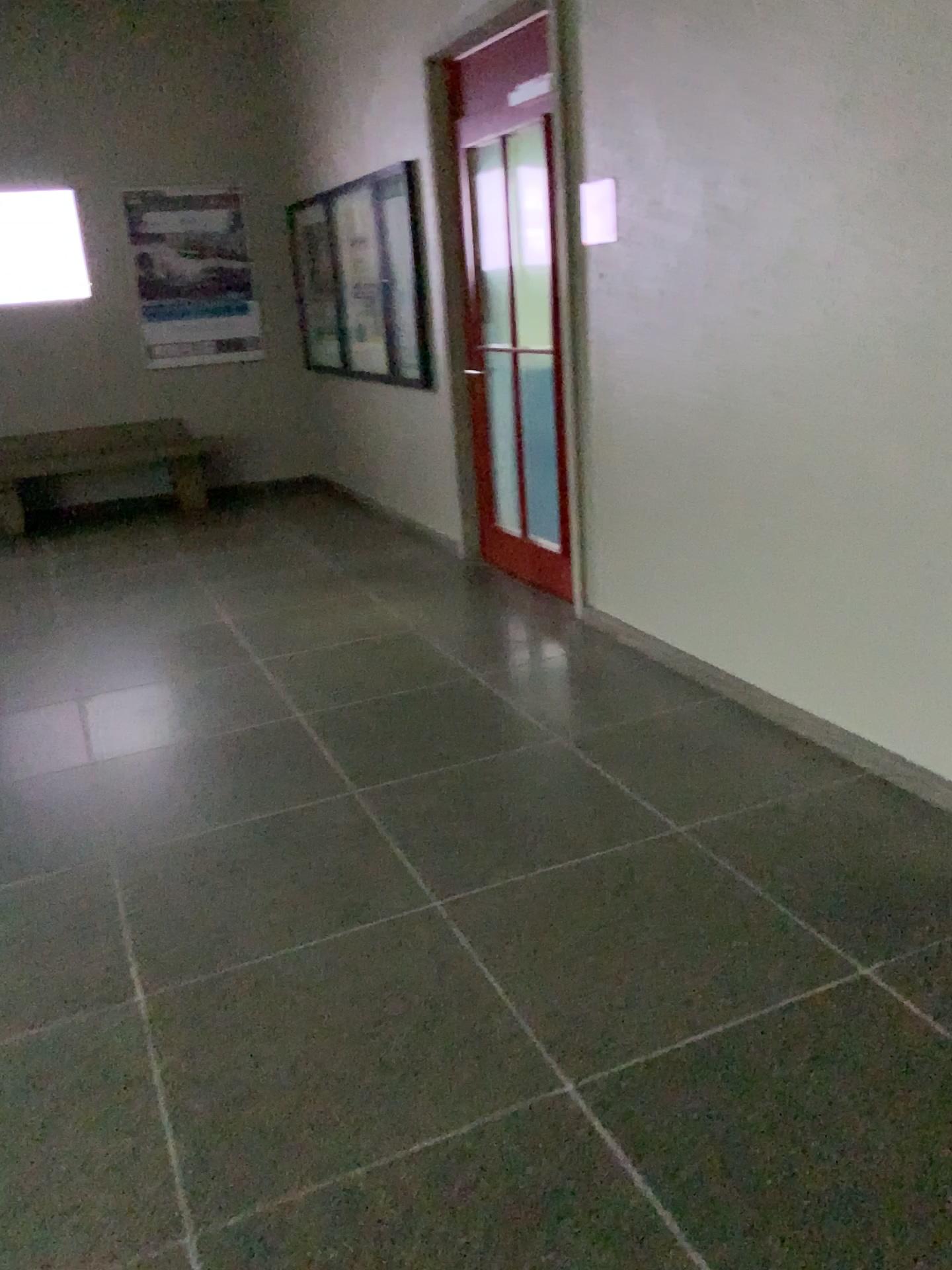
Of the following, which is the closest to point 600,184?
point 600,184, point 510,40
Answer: point 600,184

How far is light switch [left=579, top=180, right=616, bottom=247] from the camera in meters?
3.7 m

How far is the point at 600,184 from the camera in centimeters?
374cm

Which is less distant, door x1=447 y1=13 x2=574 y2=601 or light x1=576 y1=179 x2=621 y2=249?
light x1=576 y1=179 x2=621 y2=249

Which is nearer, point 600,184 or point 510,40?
point 600,184

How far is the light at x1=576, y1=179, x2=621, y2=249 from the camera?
3.7 meters

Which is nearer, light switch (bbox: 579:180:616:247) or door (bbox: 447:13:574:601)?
light switch (bbox: 579:180:616:247)

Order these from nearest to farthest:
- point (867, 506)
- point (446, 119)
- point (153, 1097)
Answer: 1. point (153, 1097)
2. point (867, 506)
3. point (446, 119)
